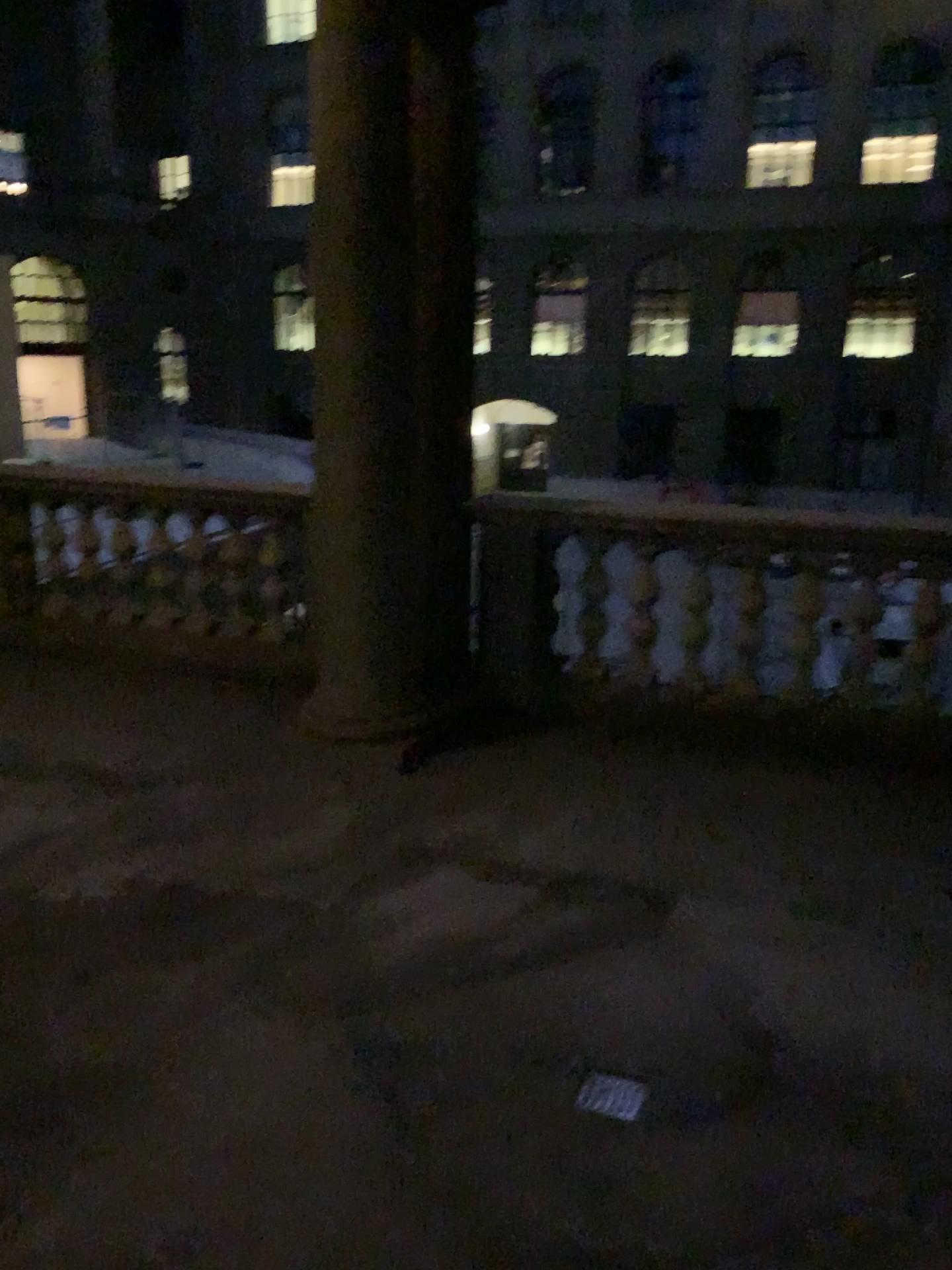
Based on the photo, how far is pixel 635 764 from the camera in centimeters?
432cm
